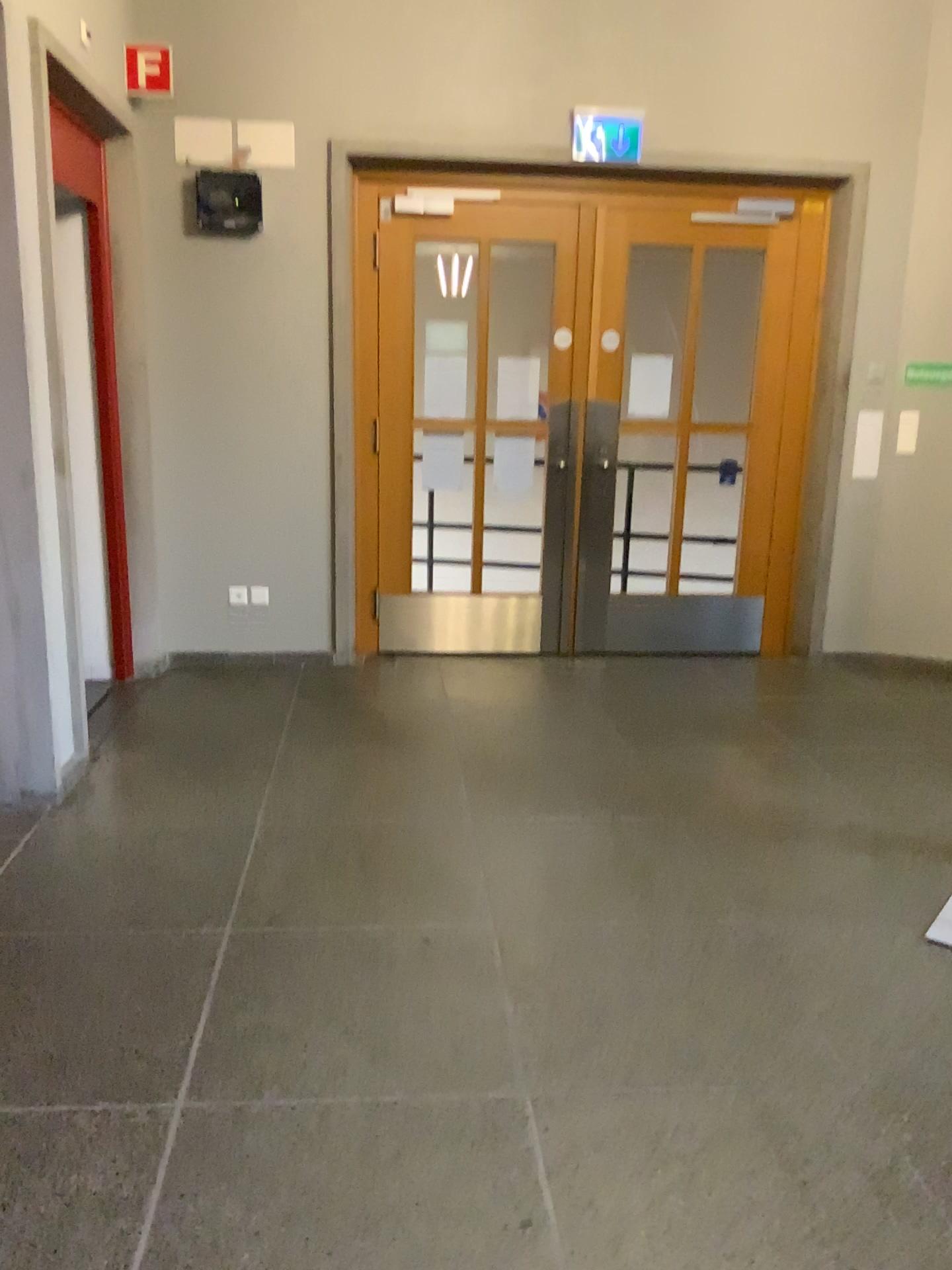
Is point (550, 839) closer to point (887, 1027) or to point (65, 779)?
point (887, 1027)
